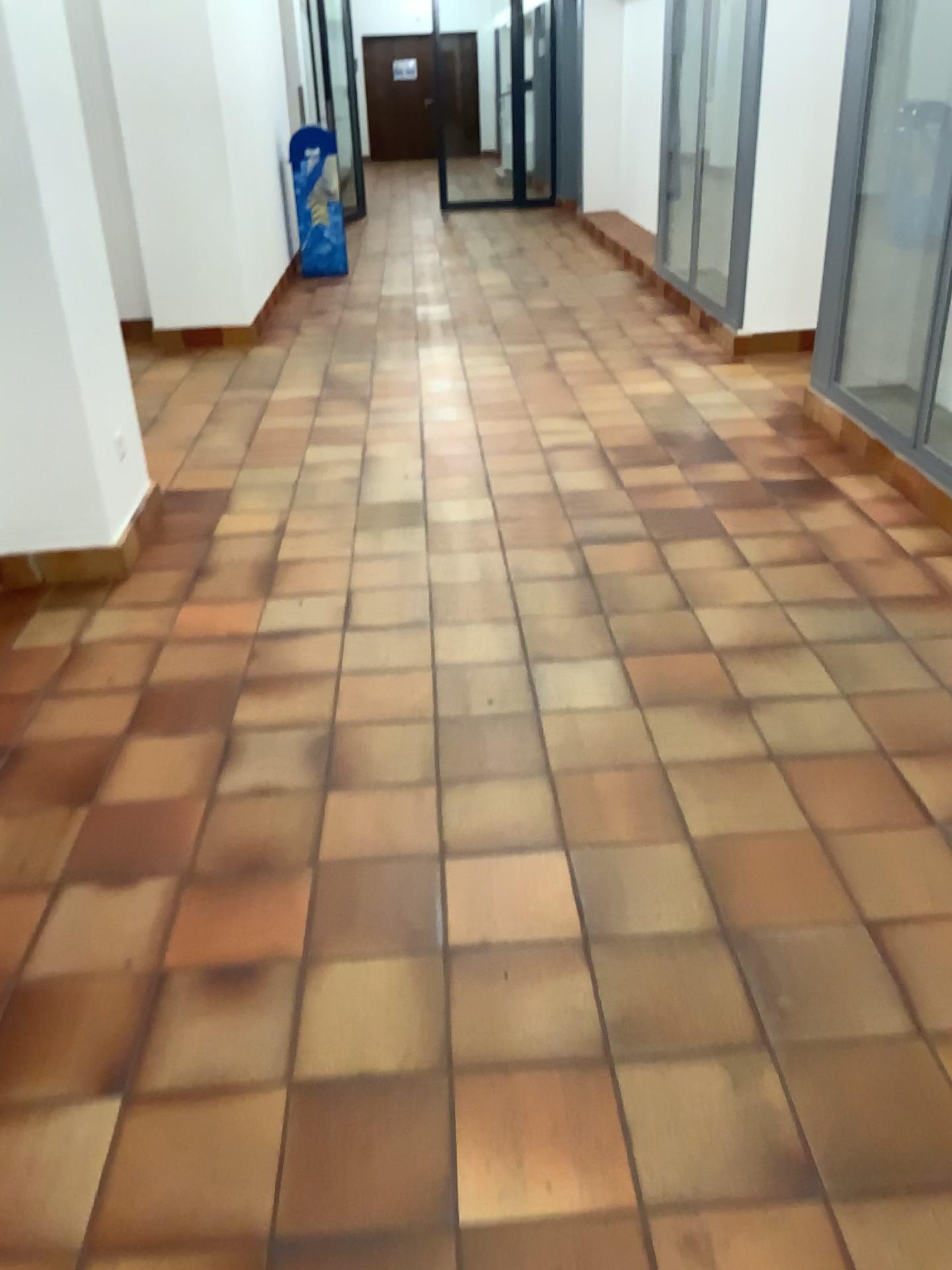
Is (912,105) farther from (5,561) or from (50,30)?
(5,561)

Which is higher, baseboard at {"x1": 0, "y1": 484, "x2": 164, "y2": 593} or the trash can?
the trash can

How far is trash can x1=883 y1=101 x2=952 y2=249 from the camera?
4.1 meters

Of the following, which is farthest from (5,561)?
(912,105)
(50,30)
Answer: (912,105)

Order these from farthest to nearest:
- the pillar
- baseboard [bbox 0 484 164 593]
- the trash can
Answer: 1. the trash can
2. baseboard [bbox 0 484 164 593]
3. the pillar

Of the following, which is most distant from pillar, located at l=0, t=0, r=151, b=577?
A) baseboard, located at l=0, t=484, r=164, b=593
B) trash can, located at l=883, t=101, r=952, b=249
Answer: trash can, located at l=883, t=101, r=952, b=249

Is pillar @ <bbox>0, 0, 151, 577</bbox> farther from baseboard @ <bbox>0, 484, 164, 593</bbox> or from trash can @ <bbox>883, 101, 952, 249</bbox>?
trash can @ <bbox>883, 101, 952, 249</bbox>

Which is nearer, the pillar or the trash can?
the pillar

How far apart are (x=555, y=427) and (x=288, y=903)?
3.1m

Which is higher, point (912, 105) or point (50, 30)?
point (50, 30)
